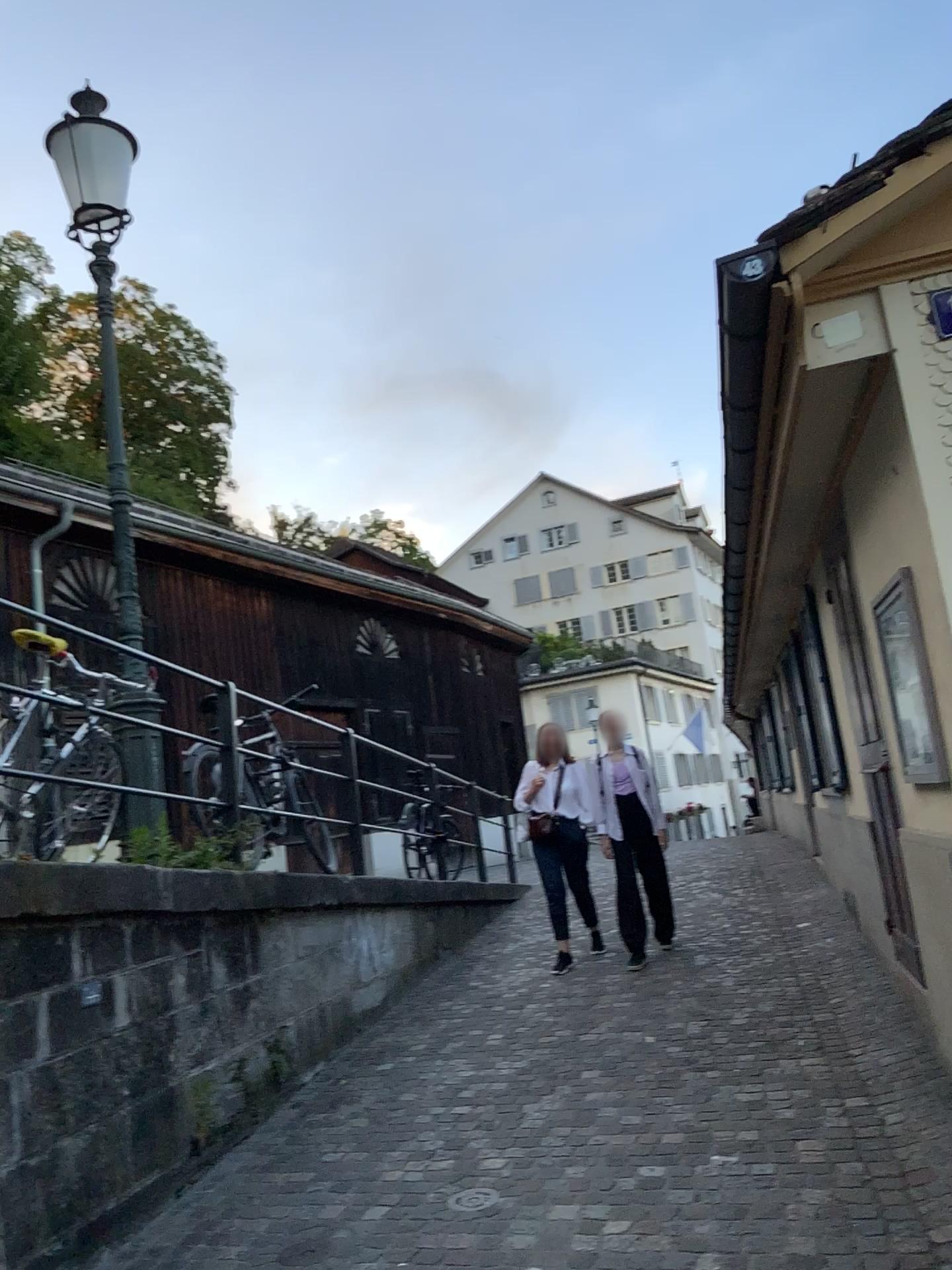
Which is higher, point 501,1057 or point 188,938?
point 188,938
